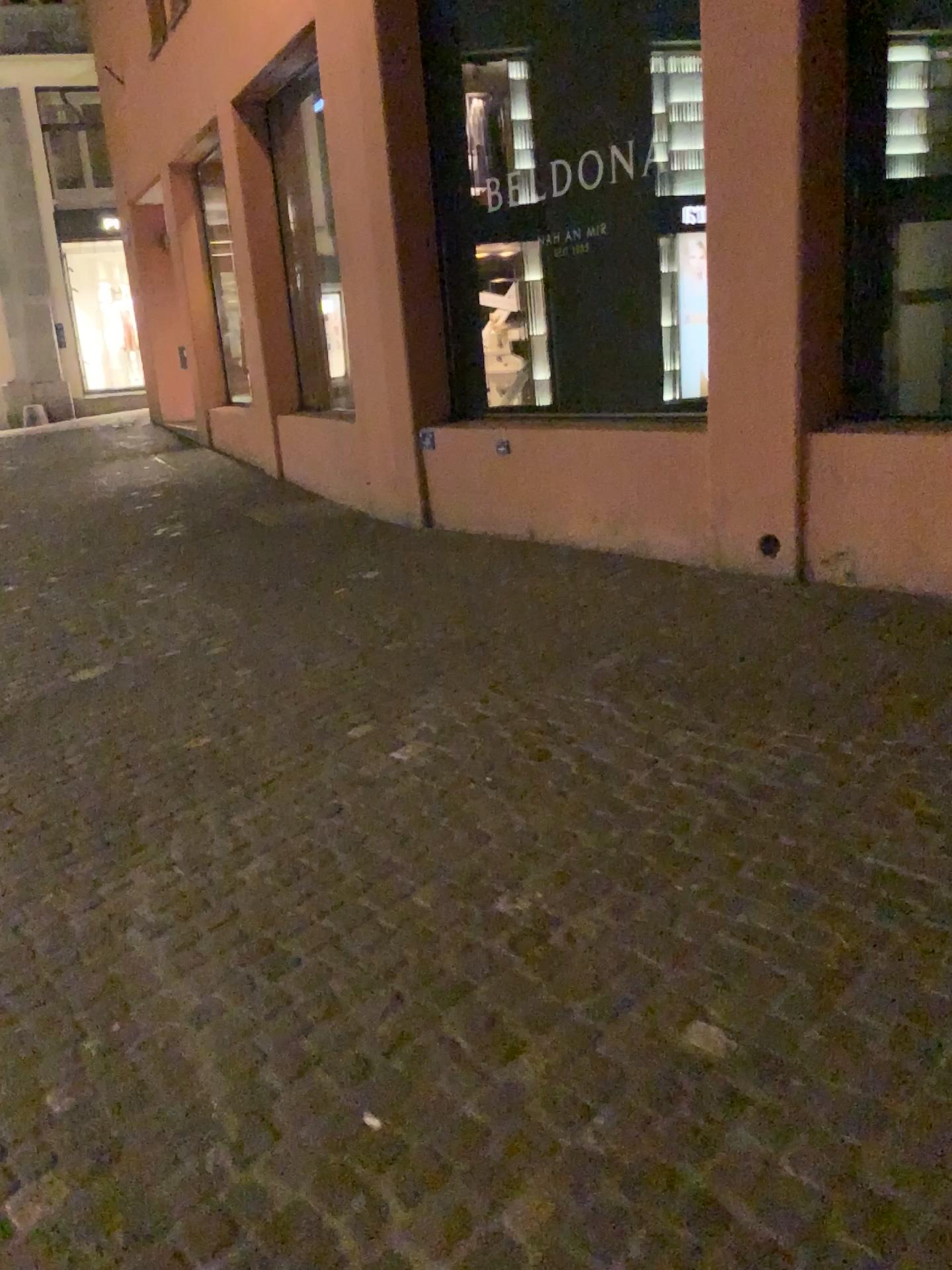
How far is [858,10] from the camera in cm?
417

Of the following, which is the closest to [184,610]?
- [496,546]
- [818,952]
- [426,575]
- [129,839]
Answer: [426,575]

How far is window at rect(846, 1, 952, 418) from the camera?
4.2m
